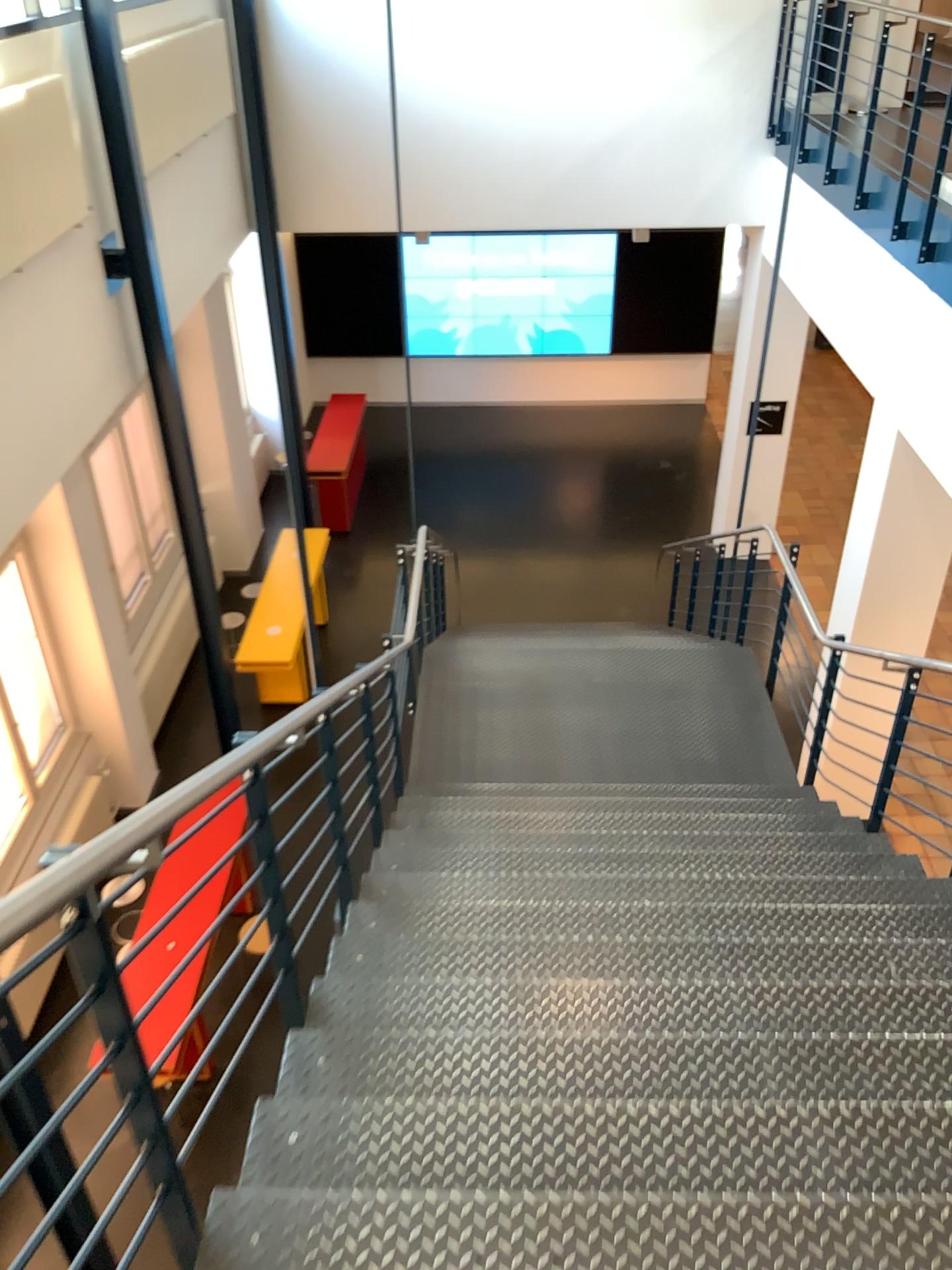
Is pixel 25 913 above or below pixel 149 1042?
above

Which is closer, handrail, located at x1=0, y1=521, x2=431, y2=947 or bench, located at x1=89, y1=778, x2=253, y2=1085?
handrail, located at x1=0, y1=521, x2=431, y2=947

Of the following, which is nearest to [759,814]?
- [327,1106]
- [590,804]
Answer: [590,804]

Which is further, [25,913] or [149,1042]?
[149,1042]

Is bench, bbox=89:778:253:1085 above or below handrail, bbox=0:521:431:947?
below
